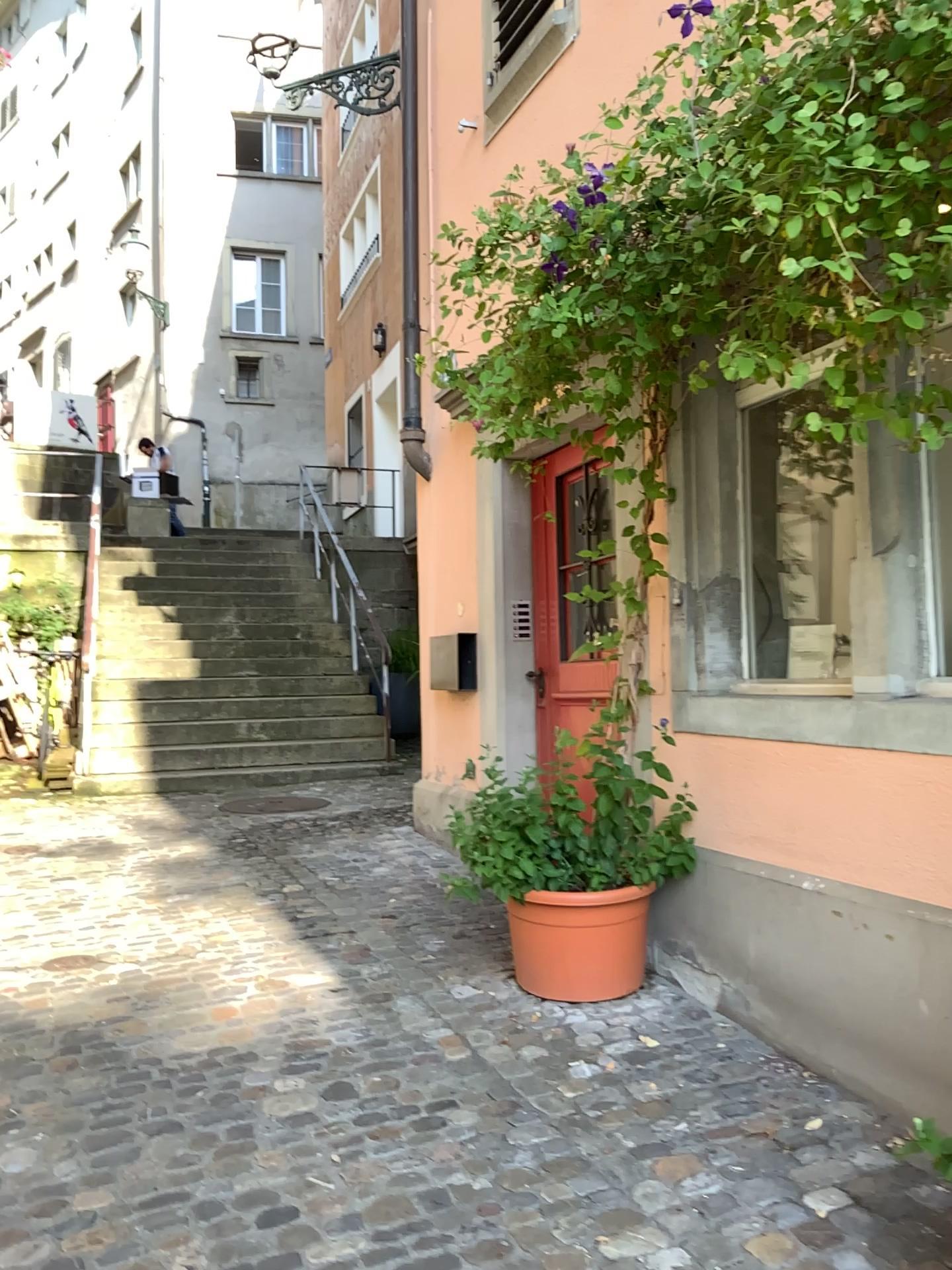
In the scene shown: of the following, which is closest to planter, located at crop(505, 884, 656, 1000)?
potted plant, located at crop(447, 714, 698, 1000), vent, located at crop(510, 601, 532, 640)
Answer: potted plant, located at crop(447, 714, 698, 1000)

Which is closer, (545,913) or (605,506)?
(545,913)

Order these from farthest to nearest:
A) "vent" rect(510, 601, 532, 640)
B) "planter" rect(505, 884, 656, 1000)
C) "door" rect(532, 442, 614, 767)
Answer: "vent" rect(510, 601, 532, 640), "door" rect(532, 442, 614, 767), "planter" rect(505, 884, 656, 1000)

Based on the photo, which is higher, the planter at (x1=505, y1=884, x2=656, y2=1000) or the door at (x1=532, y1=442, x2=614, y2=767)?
the door at (x1=532, y1=442, x2=614, y2=767)

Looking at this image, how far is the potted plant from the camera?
3.3m

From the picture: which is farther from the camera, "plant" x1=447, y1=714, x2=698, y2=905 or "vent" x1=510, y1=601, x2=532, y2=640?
"vent" x1=510, y1=601, x2=532, y2=640

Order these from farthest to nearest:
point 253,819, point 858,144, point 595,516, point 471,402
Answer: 1. point 253,819
2. point 595,516
3. point 471,402
4. point 858,144

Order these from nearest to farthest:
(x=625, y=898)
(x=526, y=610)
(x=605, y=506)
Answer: (x=625, y=898) < (x=605, y=506) < (x=526, y=610)

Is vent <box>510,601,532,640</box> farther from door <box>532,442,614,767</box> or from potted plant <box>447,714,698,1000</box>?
potted plant <box>447,714,698,1000</box>

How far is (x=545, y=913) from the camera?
3.3m
